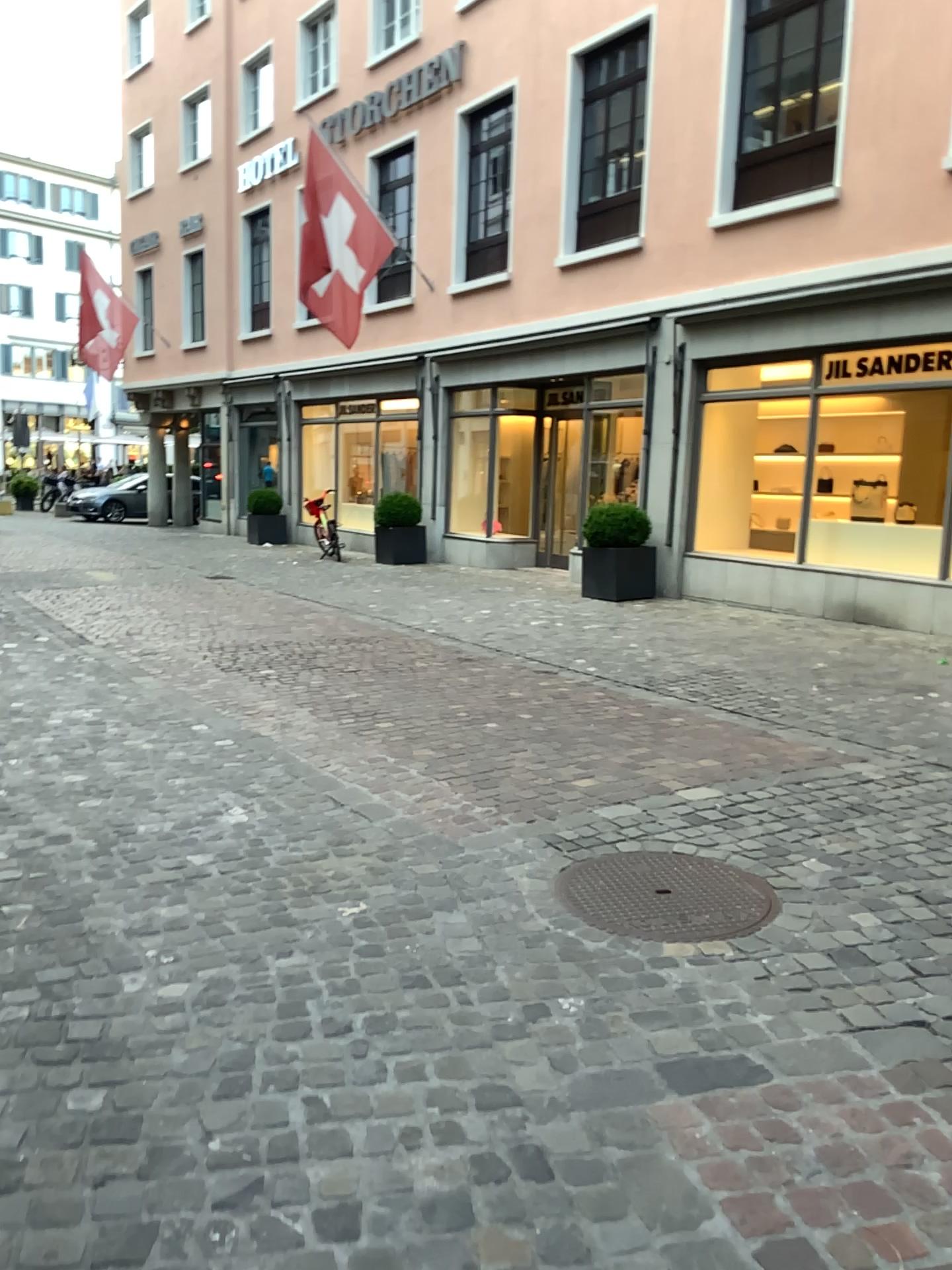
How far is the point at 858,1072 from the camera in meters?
2.4 m
